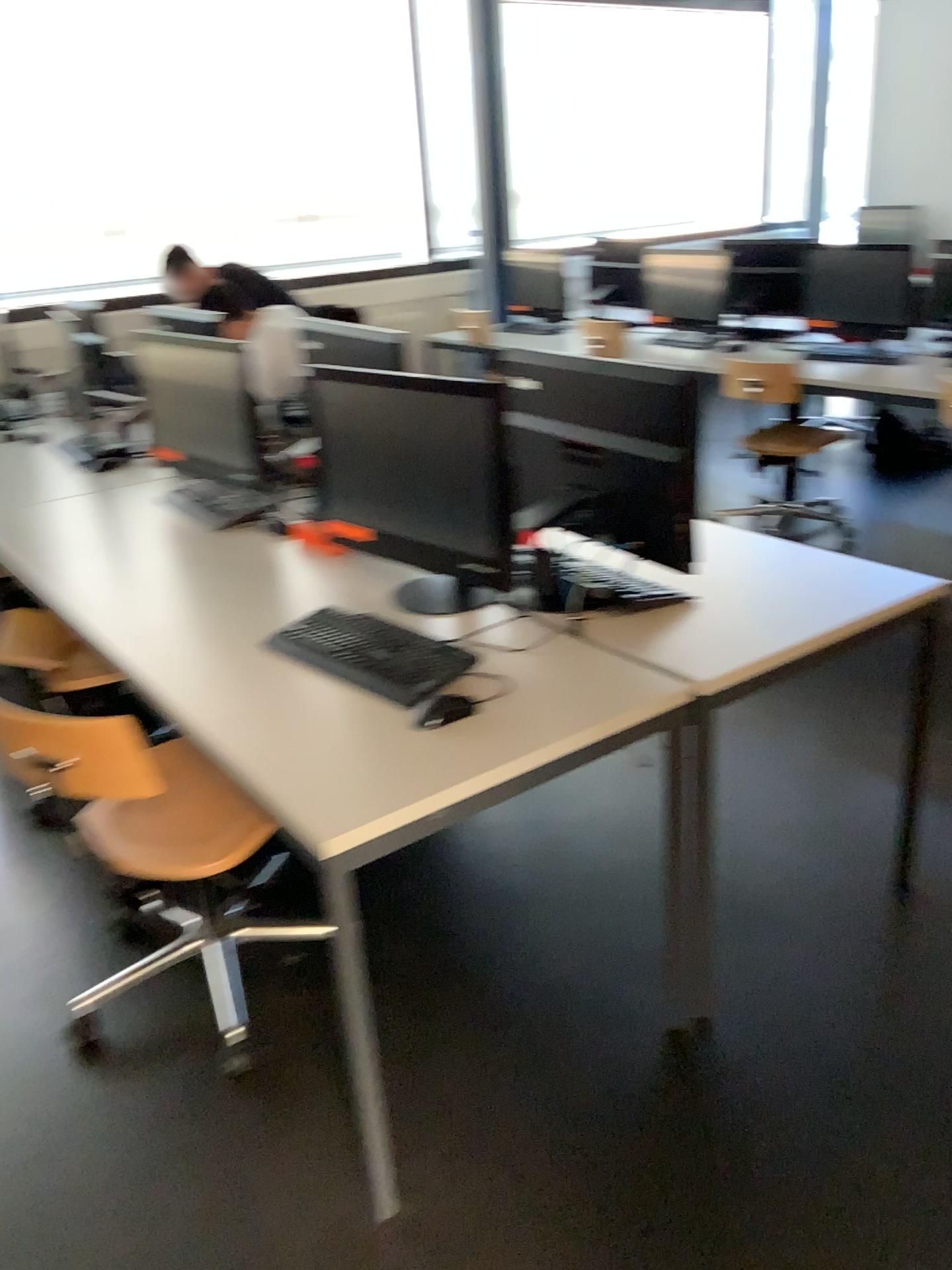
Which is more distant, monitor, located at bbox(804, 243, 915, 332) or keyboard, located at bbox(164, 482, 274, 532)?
monitor, located at bbox(804, 243, 915, 332)

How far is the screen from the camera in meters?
1.9

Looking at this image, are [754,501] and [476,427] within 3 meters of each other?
no

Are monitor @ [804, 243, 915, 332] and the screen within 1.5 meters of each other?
no

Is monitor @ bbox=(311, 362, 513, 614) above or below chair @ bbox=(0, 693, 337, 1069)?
above

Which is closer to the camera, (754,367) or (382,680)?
(382,680)

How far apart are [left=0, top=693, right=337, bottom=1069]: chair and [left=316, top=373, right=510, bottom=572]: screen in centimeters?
56cm

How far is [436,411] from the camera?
1.88m

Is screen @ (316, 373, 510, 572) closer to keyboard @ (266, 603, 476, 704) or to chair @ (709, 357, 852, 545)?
keyboard @ (266, 603, 476, 704)

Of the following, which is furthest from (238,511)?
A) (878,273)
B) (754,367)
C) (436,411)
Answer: (878,273)
